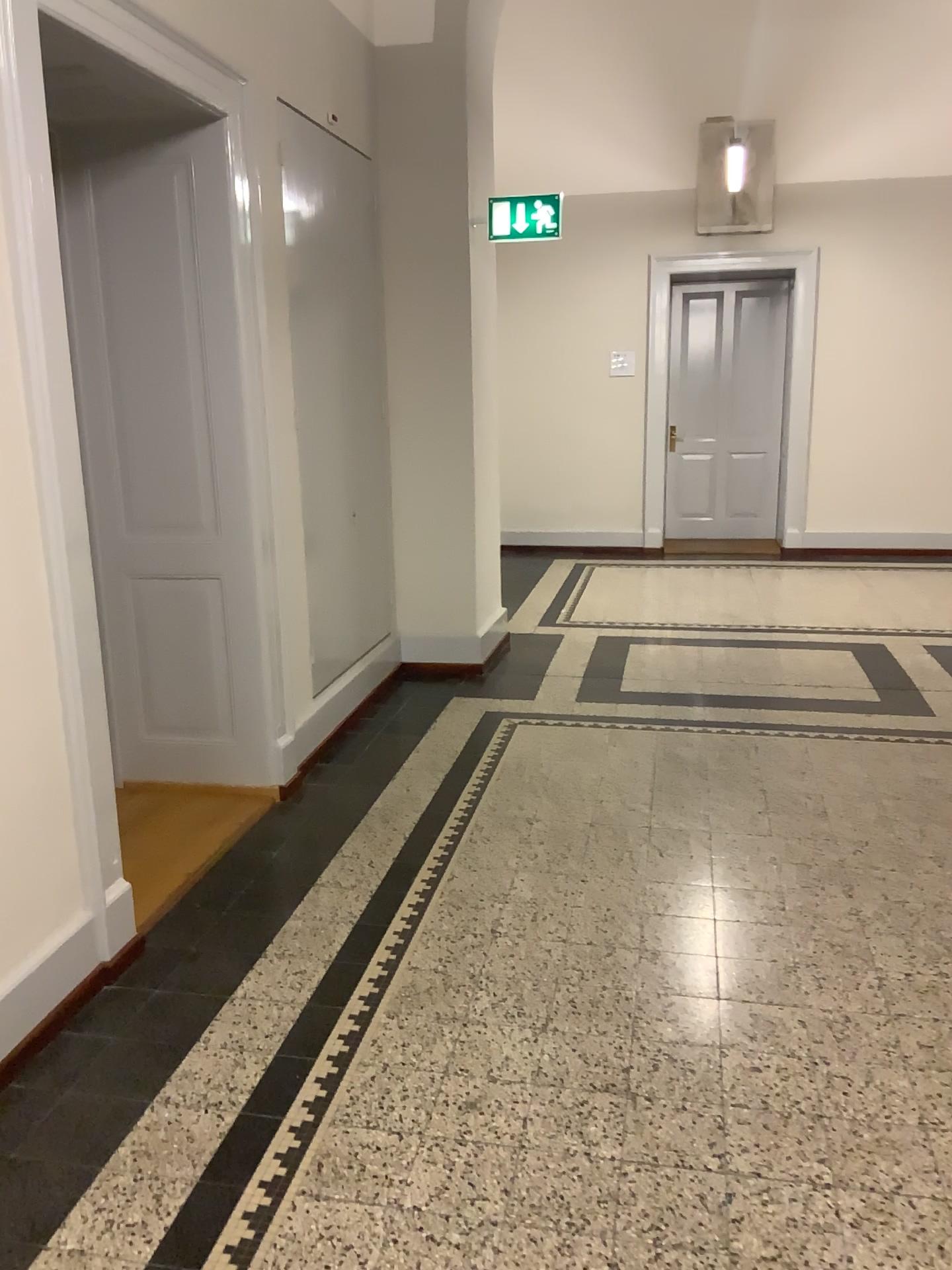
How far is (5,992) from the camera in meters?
2.3

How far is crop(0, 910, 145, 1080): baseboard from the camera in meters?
2.3

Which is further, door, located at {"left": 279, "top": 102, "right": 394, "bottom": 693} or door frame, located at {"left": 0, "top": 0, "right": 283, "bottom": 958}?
door, located at {"left": 279, "top": 102, "right": 394, "bottom": 693}

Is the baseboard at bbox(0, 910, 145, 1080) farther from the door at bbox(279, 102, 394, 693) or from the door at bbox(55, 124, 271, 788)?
the door at bbox(279, 102, 394, 693)

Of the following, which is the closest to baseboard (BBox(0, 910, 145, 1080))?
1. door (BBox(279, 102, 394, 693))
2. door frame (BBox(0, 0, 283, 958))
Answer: door frame (BBox(0, 0, 283, 958))

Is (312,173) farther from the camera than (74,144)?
Yes

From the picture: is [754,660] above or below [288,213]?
below

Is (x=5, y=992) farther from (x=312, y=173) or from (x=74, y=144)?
(x=312, y=173)

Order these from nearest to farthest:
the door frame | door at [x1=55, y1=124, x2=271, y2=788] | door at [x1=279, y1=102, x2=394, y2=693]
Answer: the door frame
door at [x1=55, y1=124, x2=271, y2=788]
door at [x1=279, y1=102, x2=394, y2=693]
